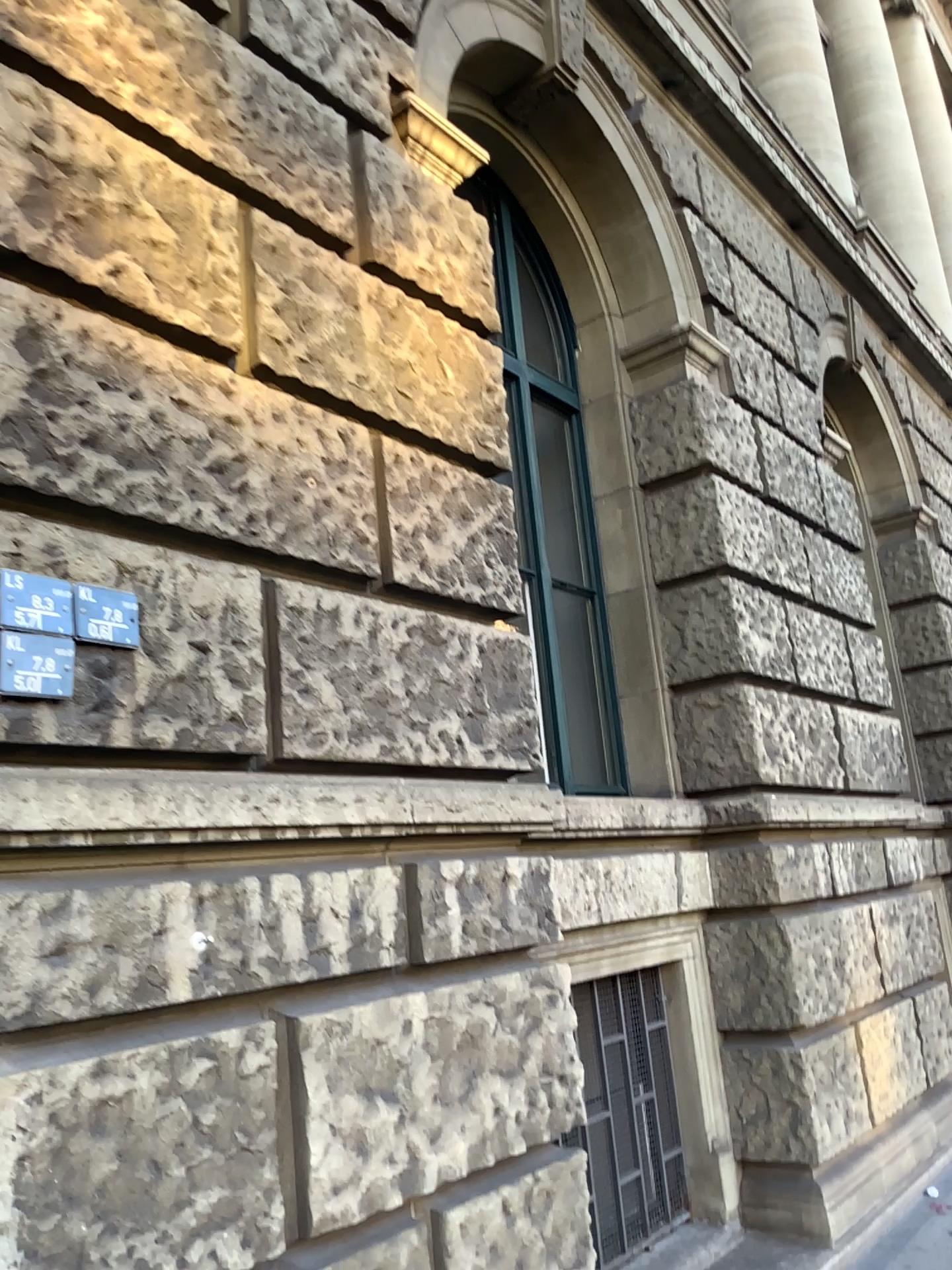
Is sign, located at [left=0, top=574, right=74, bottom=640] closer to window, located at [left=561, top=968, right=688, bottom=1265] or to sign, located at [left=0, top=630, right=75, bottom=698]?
sign, located at [left=0, top=630, right=75, bottom=698]

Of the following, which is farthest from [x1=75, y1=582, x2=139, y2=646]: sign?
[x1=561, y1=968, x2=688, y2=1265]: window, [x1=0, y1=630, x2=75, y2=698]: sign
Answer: [x1=561, y1=968, x2=688, y2=1265]: window

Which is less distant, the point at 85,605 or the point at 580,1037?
the point at 85,605

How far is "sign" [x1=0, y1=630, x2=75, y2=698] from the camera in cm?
194

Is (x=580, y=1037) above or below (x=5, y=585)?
below

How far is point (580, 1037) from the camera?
4.0 meters

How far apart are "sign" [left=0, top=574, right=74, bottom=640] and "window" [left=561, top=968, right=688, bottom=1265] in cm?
277

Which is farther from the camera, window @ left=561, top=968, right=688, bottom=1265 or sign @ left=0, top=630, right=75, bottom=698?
window @ left=561, top=968, right=688, bottom=1265

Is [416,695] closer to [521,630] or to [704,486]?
[521,630]

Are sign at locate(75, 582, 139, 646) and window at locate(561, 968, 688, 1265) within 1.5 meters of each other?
no
